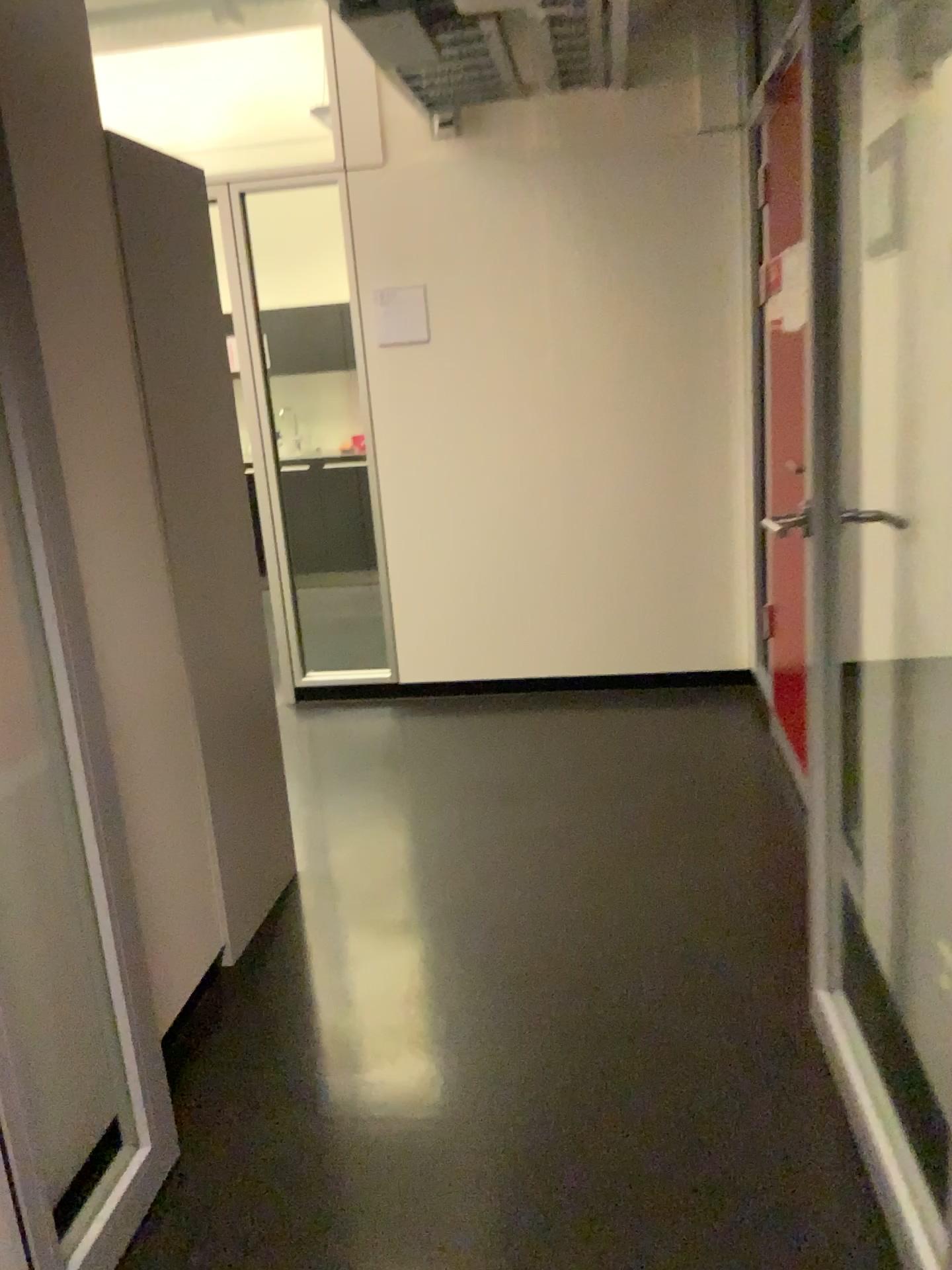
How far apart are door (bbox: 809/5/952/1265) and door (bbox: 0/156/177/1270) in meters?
1.2

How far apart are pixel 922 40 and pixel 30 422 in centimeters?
154cm

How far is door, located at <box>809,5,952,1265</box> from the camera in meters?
1.7 m

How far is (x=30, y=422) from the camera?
1.6m

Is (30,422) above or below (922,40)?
below

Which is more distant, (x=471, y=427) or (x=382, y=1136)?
(x=471, y=427)

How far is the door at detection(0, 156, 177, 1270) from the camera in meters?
1.6
